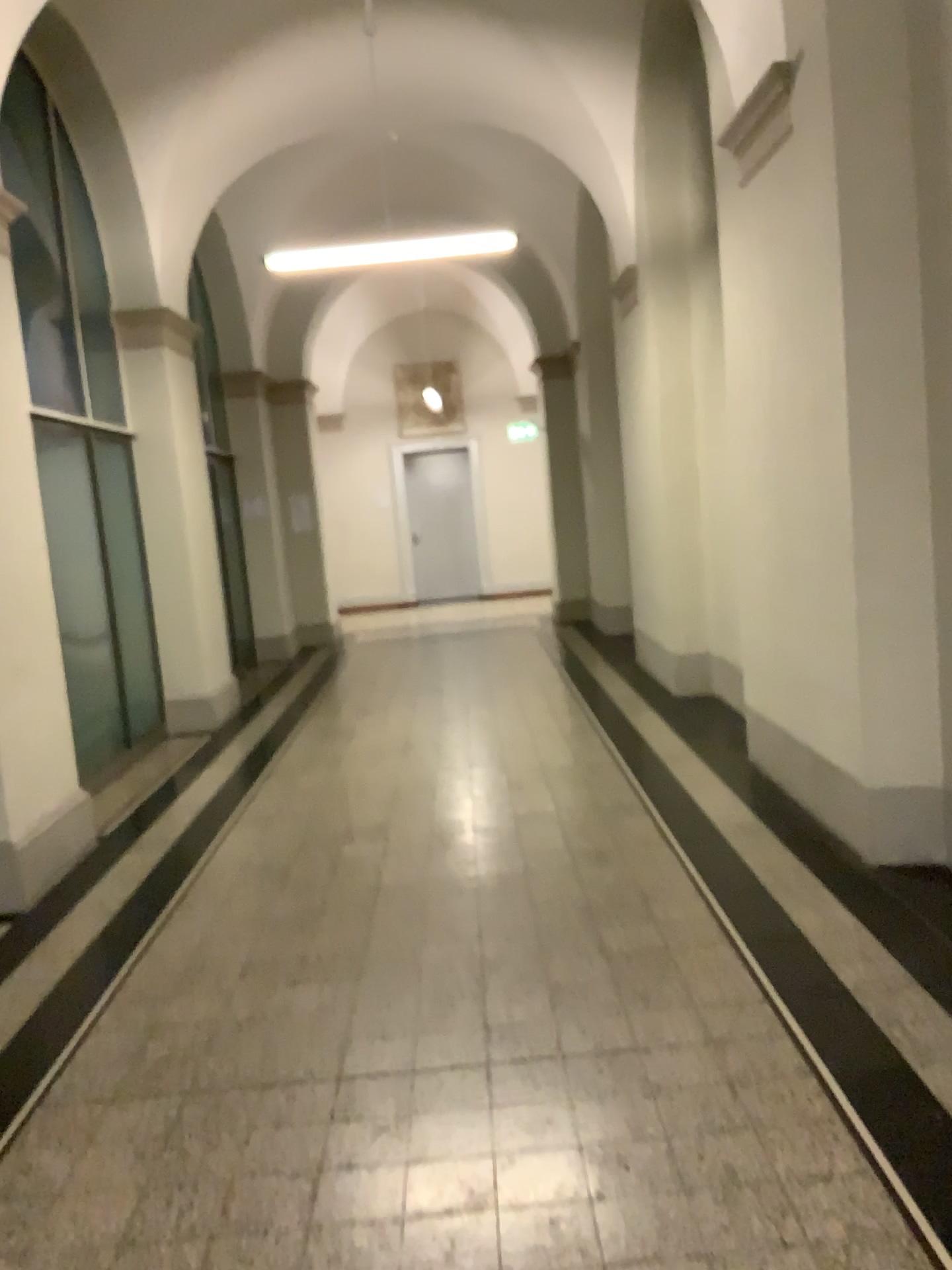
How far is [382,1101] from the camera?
2.7m

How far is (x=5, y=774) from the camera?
4.55m

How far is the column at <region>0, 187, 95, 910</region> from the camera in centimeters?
455cm
